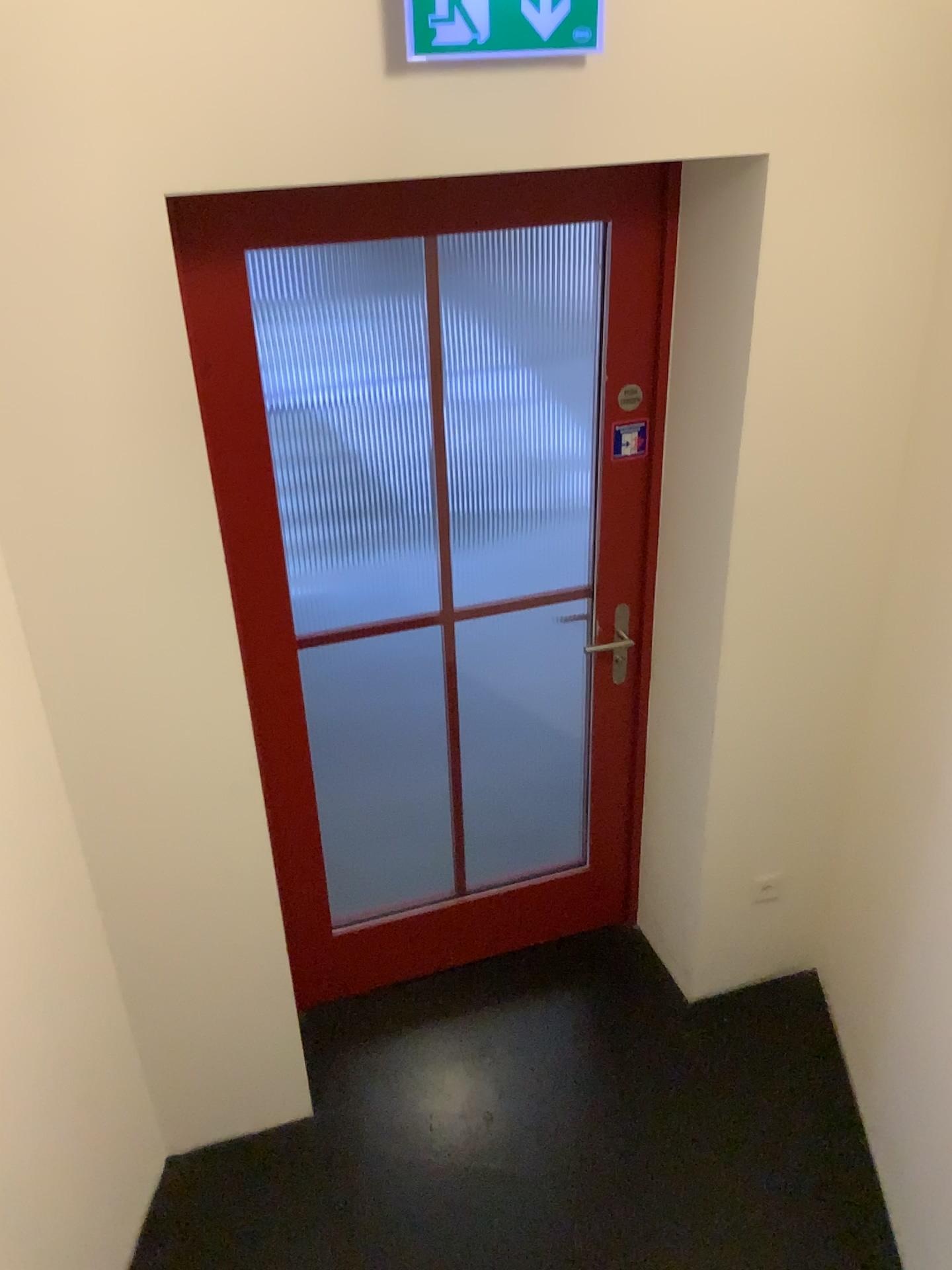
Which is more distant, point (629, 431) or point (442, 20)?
point (629, 431)

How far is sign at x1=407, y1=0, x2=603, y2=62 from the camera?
1.6m

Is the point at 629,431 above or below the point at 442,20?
below

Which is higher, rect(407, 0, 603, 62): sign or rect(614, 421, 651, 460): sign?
rect(407, 0, 603, 62): sign

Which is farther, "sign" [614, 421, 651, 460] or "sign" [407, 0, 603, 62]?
"sign" [614, 421, 651, 460]

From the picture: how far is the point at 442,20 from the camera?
1.61m

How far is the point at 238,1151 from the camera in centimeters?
253cm
